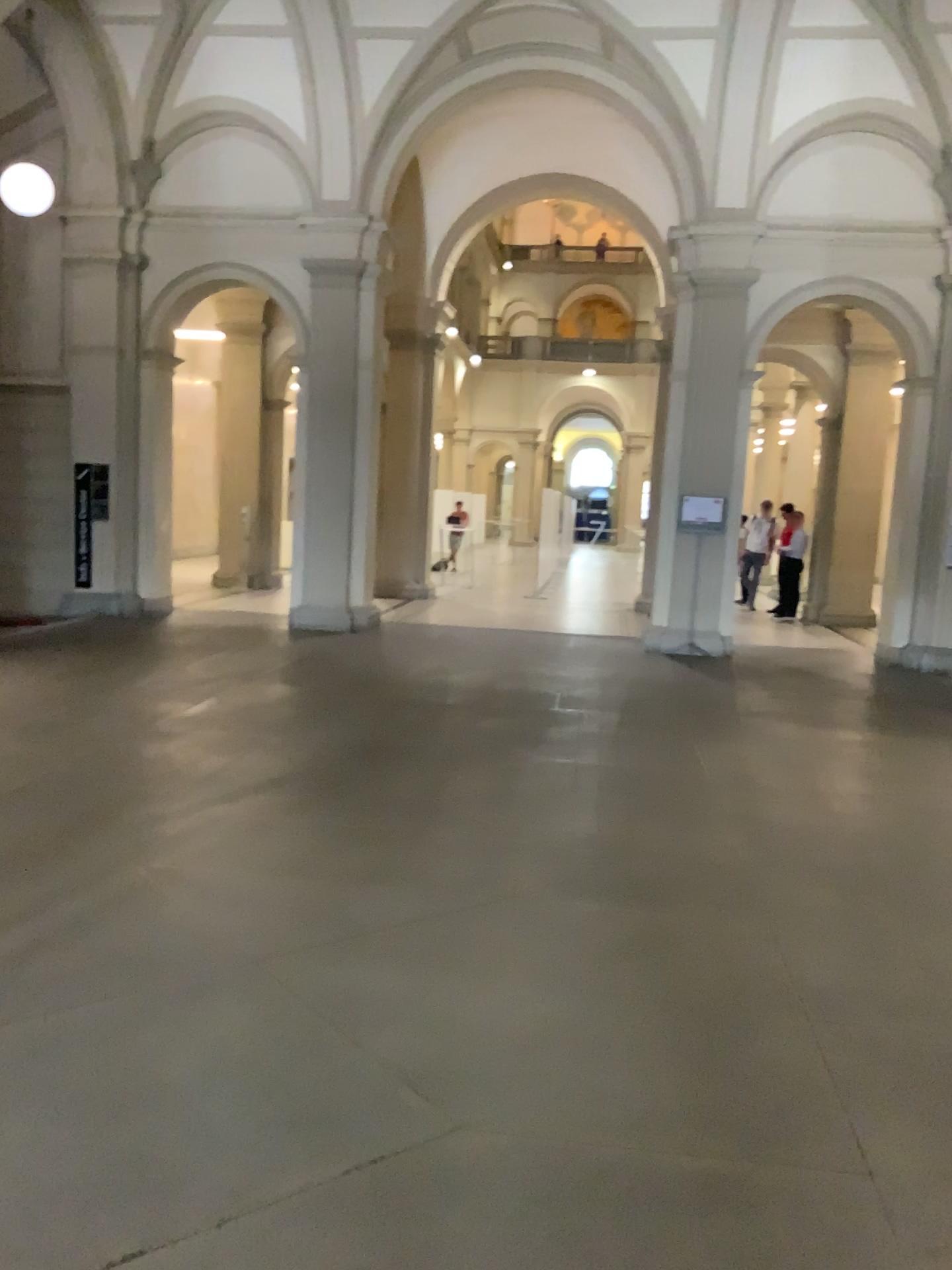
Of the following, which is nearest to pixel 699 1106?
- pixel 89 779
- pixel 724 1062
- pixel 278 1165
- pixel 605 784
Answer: pixel 724 1062
